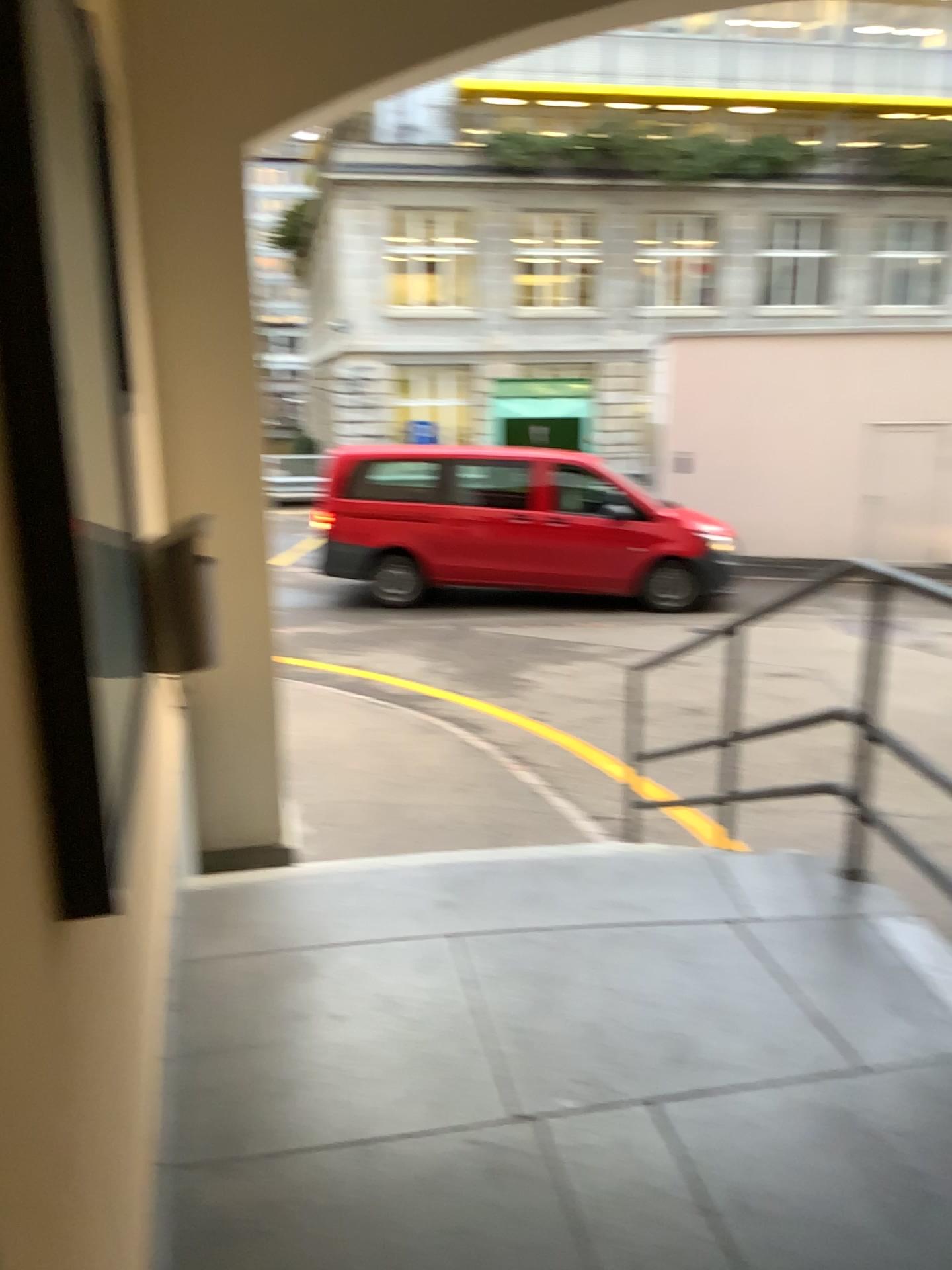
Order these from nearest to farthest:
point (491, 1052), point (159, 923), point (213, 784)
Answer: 1. point (159, 923)
2. point (491, 1052)
3. point (213, 784)
